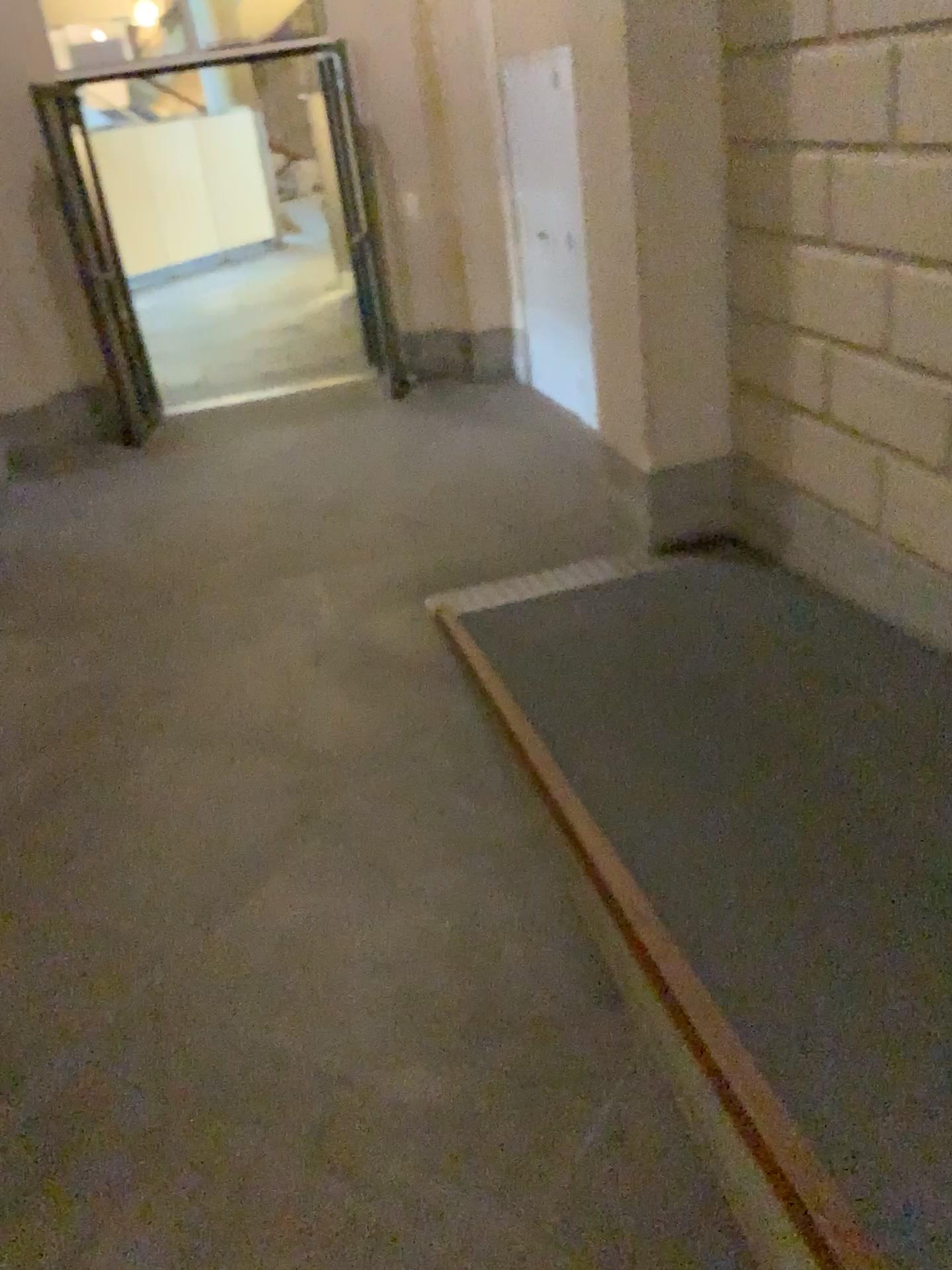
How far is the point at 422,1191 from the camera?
1.9 meters
